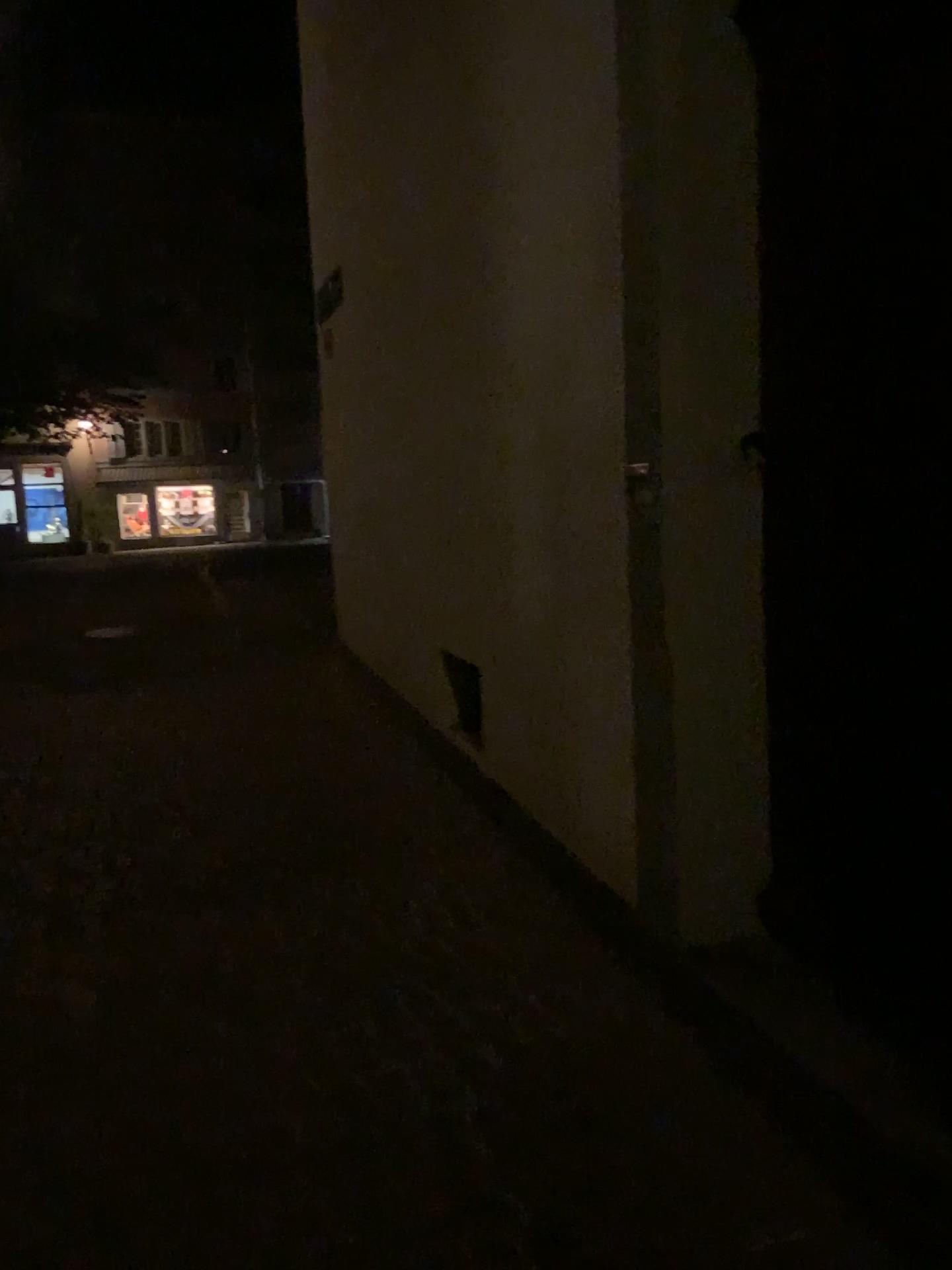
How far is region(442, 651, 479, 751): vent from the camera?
4.3m

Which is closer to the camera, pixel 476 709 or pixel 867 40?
pixel 867 40

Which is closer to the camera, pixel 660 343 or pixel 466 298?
pixel 660 343

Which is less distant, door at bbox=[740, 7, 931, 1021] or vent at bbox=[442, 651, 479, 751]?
door at bbox=[740, 7, 931, 1021]

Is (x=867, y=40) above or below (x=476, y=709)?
above

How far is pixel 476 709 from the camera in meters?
4.3 m
